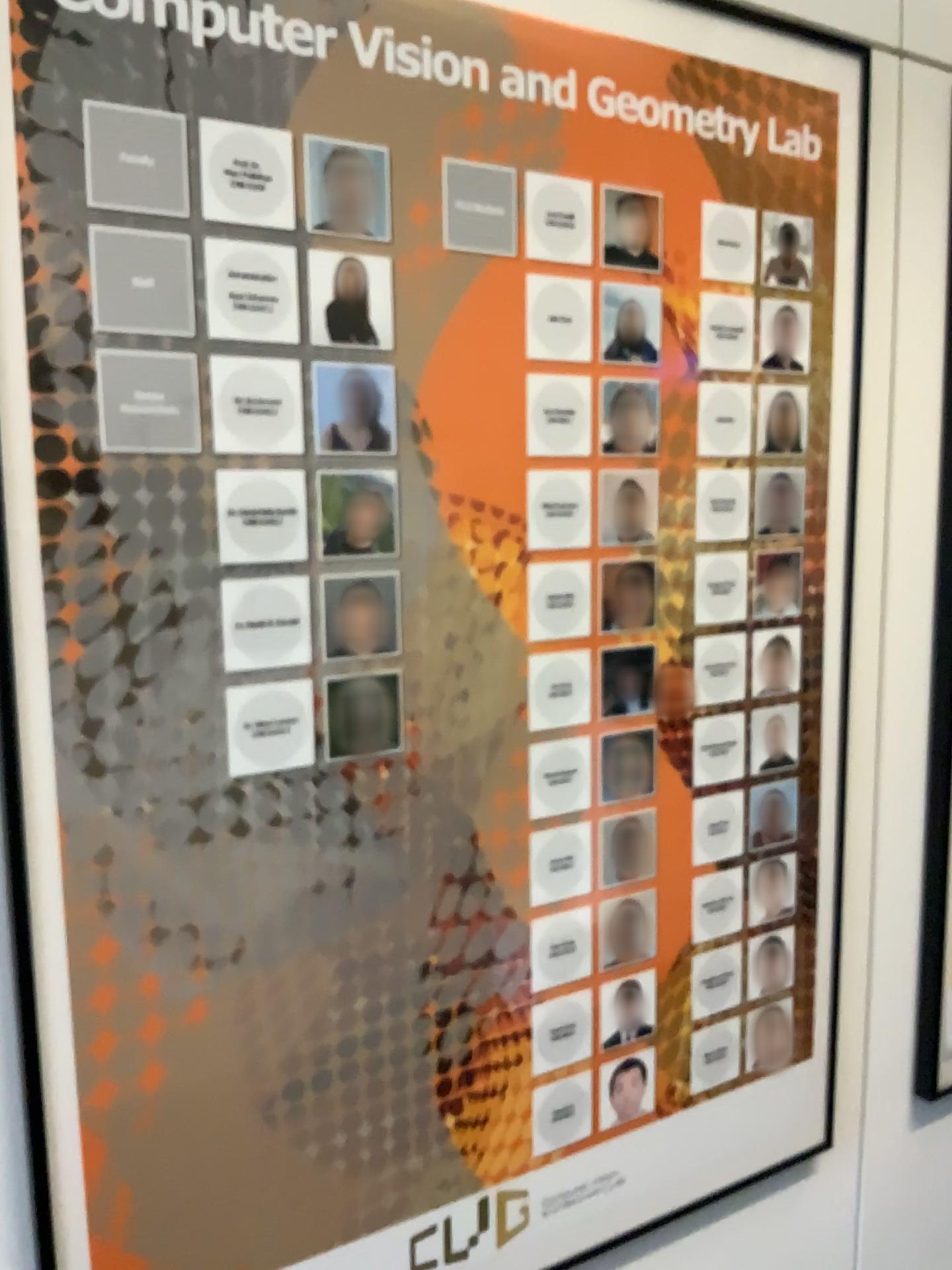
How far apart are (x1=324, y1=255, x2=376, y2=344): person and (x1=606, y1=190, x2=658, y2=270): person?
0.3m

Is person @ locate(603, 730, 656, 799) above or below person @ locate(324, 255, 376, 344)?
below

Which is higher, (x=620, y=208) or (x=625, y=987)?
(x=620, y=208)

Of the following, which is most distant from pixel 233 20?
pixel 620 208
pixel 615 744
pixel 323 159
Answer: pixel 615 744

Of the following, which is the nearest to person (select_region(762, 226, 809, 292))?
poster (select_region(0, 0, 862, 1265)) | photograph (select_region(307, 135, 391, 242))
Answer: poster (select_region(0, 0, 862, 1265))

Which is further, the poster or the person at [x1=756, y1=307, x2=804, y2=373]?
the person at [x1=756, y1=307, x2=804, y2=373]

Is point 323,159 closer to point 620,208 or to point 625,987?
point 620,208

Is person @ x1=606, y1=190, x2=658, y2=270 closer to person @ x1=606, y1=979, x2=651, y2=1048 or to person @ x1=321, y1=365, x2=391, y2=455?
person @ x1=321, y1=365, x2=391, y2=455

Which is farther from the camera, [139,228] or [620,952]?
[620,952]

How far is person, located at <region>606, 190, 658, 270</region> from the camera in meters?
1.0 m
